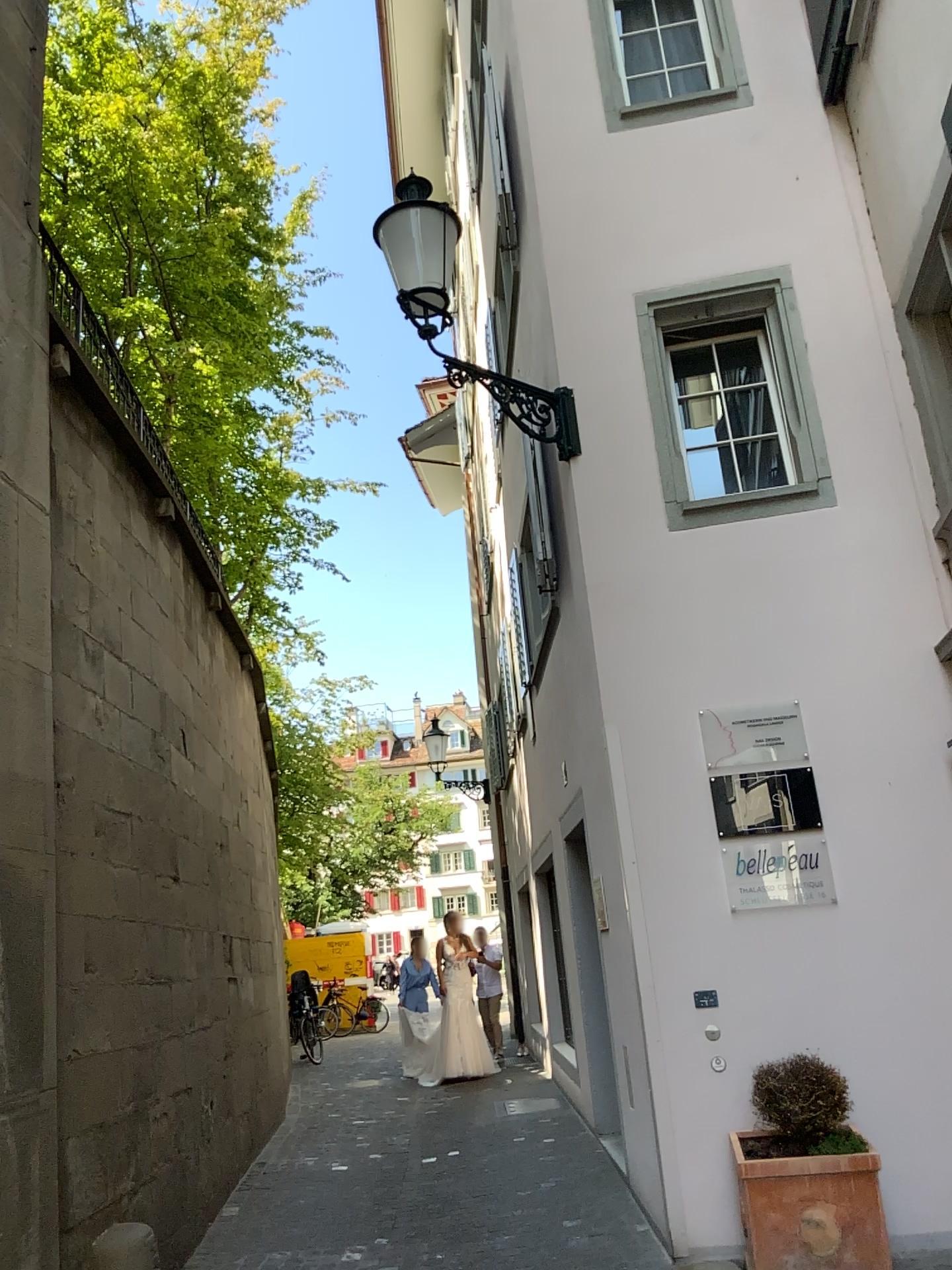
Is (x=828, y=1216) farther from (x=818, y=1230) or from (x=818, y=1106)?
(x=818, y=1106)

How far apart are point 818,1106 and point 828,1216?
0.40m

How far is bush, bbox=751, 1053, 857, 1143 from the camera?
4.36m

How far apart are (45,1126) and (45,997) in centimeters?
47cm

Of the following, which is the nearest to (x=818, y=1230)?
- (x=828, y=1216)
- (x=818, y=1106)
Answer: (x=828, y=1216)

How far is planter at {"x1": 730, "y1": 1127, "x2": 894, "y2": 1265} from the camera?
4.1m

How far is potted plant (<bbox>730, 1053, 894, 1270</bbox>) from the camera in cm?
416
